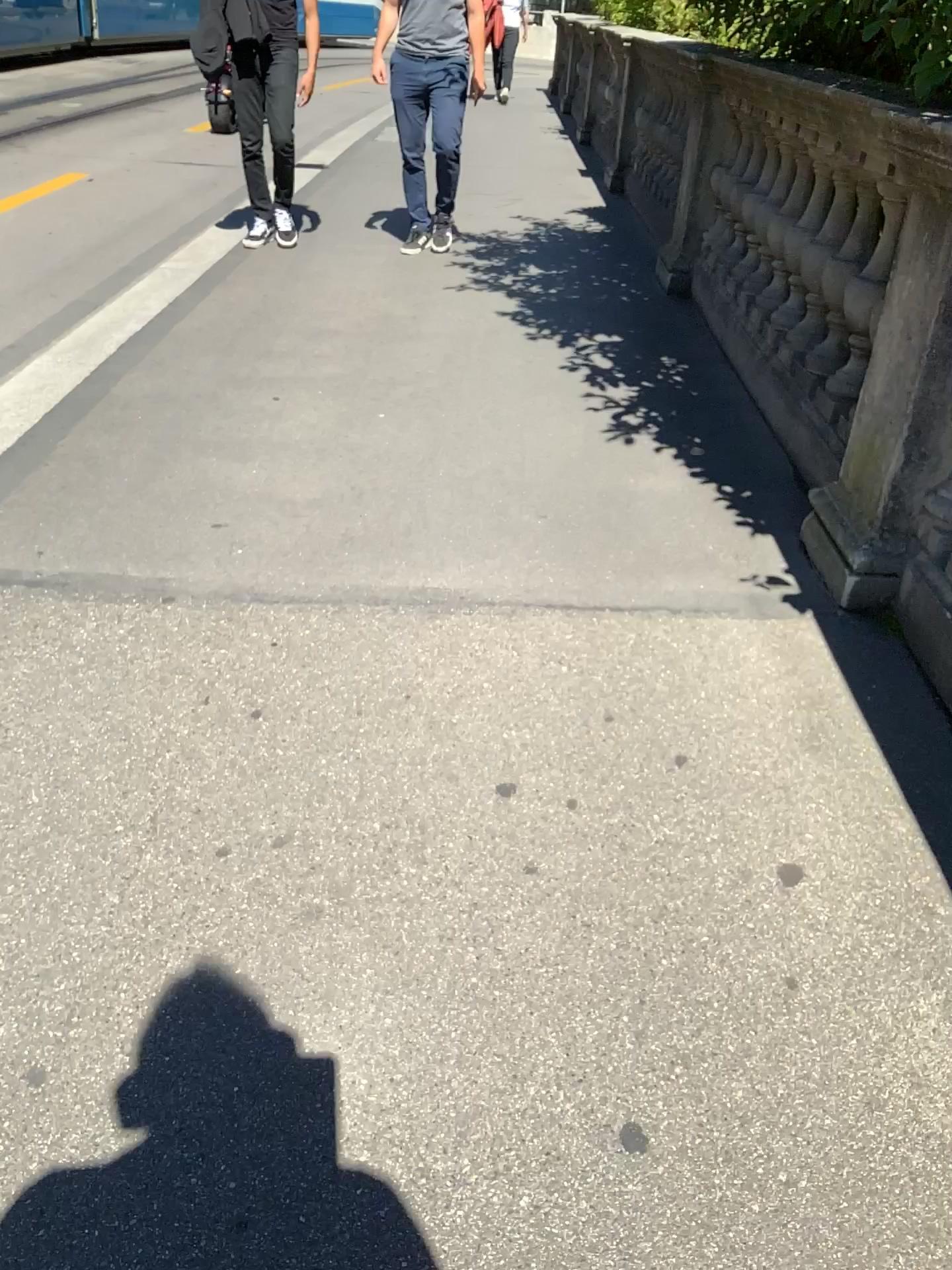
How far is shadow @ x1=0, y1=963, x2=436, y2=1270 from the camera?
1.22m

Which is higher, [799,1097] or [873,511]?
[873,511]

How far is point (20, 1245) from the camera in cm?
122
